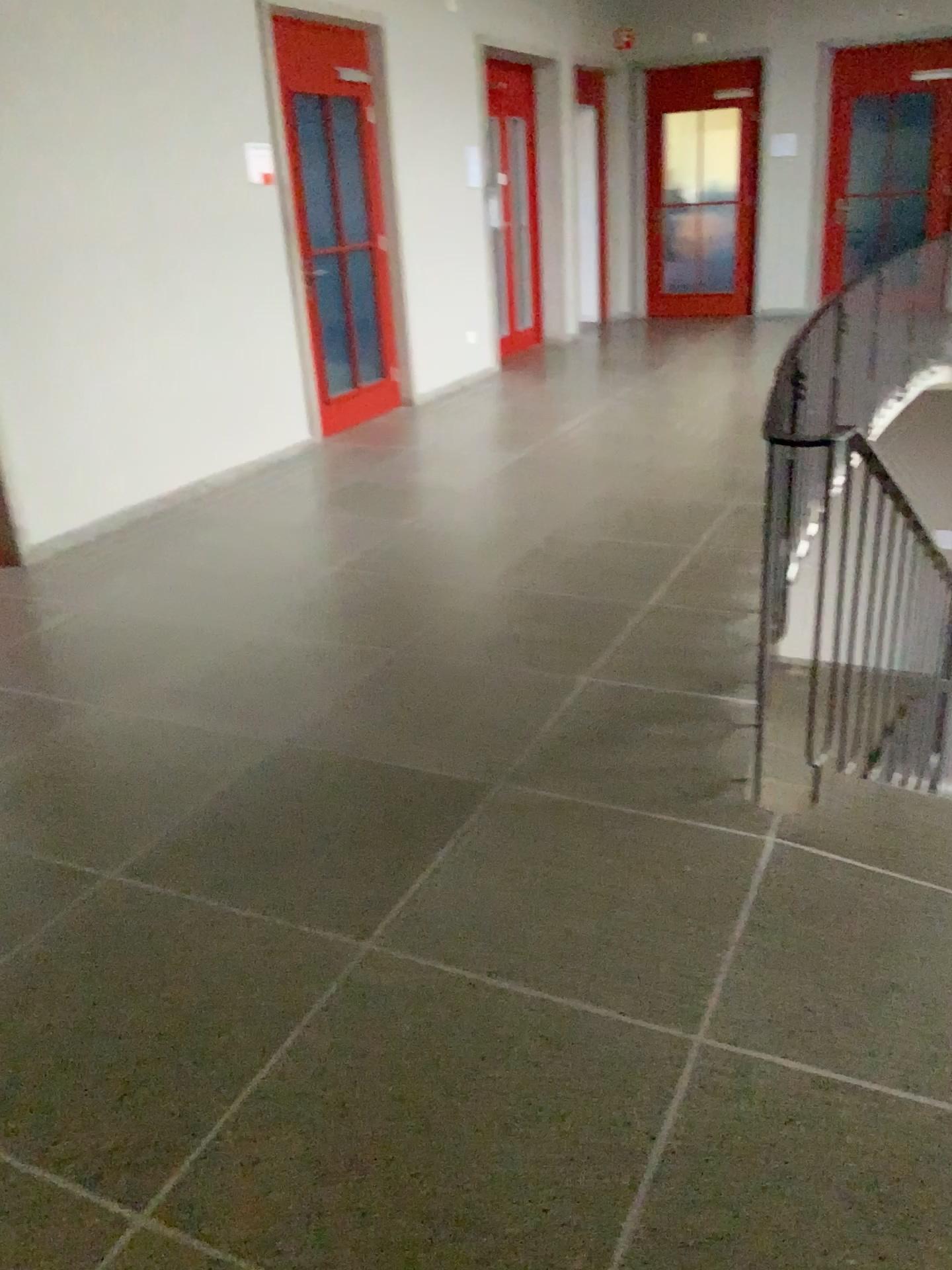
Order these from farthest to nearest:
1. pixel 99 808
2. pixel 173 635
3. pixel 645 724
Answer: pixel 173 635
pixel 645 724
pixel 99 808
